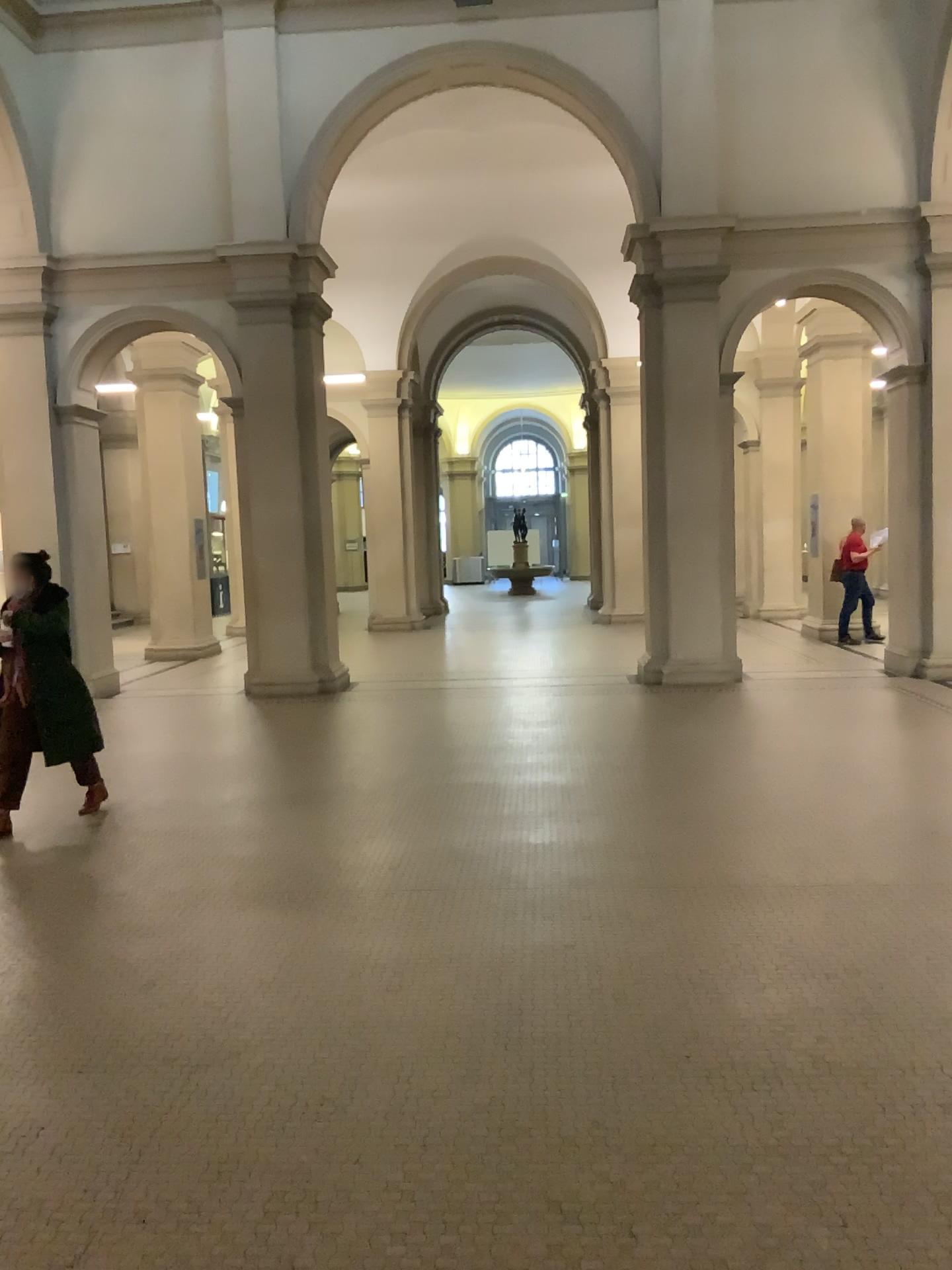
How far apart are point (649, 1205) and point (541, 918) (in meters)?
1.85
